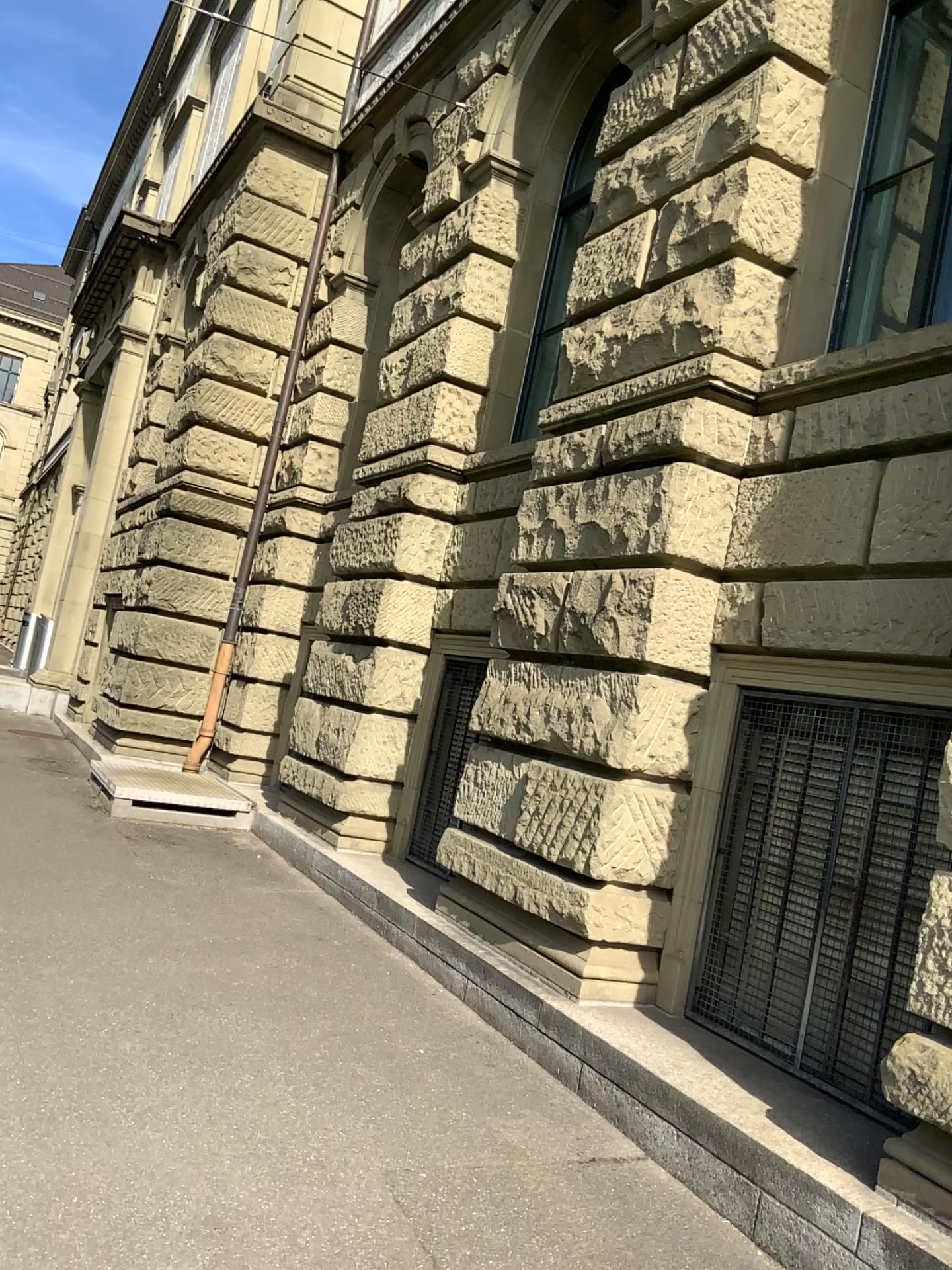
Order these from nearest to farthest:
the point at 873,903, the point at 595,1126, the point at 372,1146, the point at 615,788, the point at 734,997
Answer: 1. the point at 372,1146
2. the point at 595,1126
3. the point at 873,903
4. the point at 734,997
5. the point at 615,788
